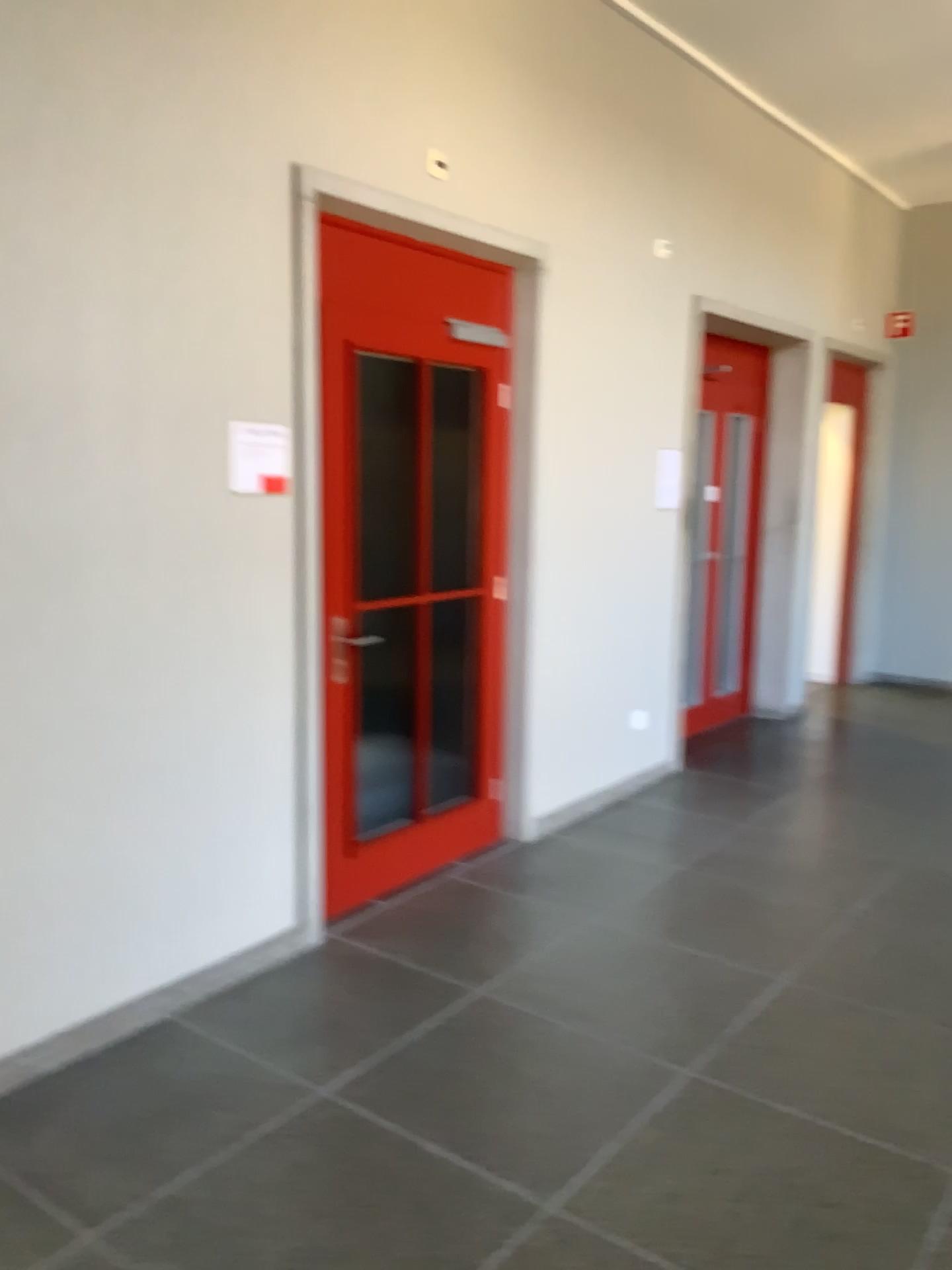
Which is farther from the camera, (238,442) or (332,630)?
(332,630)

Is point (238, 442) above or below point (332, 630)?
above

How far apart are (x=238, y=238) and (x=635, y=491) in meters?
2.5 m

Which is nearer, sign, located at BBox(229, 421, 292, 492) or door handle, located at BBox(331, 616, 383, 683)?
sign, located at BBox(229, 421, 292, 492)

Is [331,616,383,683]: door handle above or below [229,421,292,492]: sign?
below

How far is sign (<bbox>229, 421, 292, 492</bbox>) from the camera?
3.15m

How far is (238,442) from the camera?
3.2 meters
